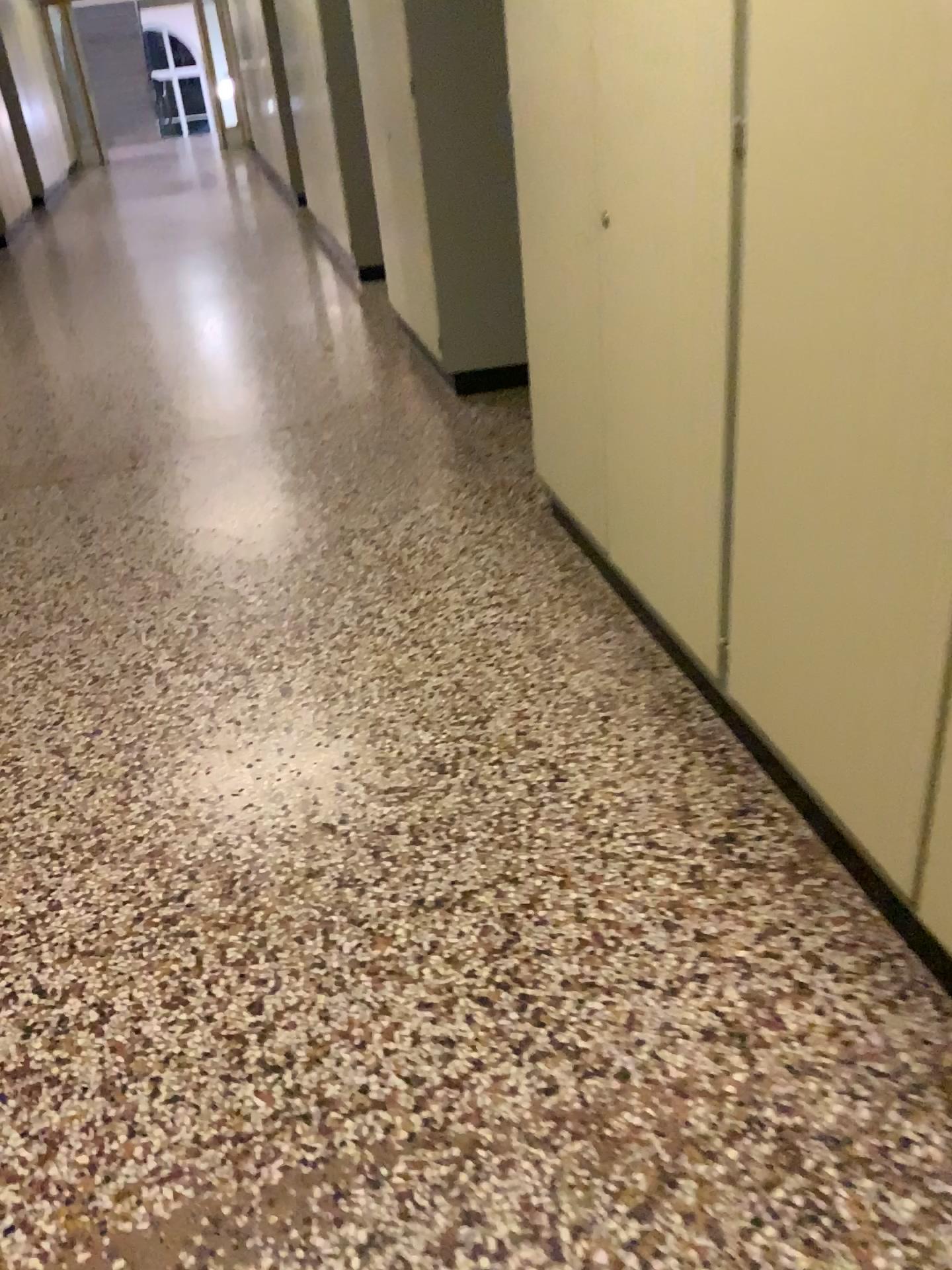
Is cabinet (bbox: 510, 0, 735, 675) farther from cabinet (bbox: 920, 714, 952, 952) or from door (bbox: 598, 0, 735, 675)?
cabinet (bbox: 920, 714, 952, 952)

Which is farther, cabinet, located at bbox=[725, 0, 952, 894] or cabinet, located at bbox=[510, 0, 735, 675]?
cabinet, located at bbox=[510, 0, 735, 675]

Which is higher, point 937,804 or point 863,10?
point 863,10

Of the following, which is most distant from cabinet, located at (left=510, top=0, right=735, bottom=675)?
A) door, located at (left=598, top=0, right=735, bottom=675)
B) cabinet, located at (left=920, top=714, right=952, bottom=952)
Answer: cabinet, located at (left=920, top=714, right=952, bottom=952)

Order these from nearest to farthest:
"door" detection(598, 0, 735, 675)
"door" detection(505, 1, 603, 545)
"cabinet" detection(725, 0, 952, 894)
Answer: "cabinet" detection(725, 0, 952, 894) < "door" detection(598, 0, 735, 675) < "door" detection(505, 1, 603, 545)

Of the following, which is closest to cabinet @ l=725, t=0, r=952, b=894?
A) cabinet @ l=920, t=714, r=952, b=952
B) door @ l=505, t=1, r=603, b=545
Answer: cabinet @ l=920, t=714, r=952, b=952

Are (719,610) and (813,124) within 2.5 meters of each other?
yes

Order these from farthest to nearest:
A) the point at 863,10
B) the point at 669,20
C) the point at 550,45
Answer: the point at 550,45, the point at 669,20, the point at 863,10

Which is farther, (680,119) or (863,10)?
(680,119)
